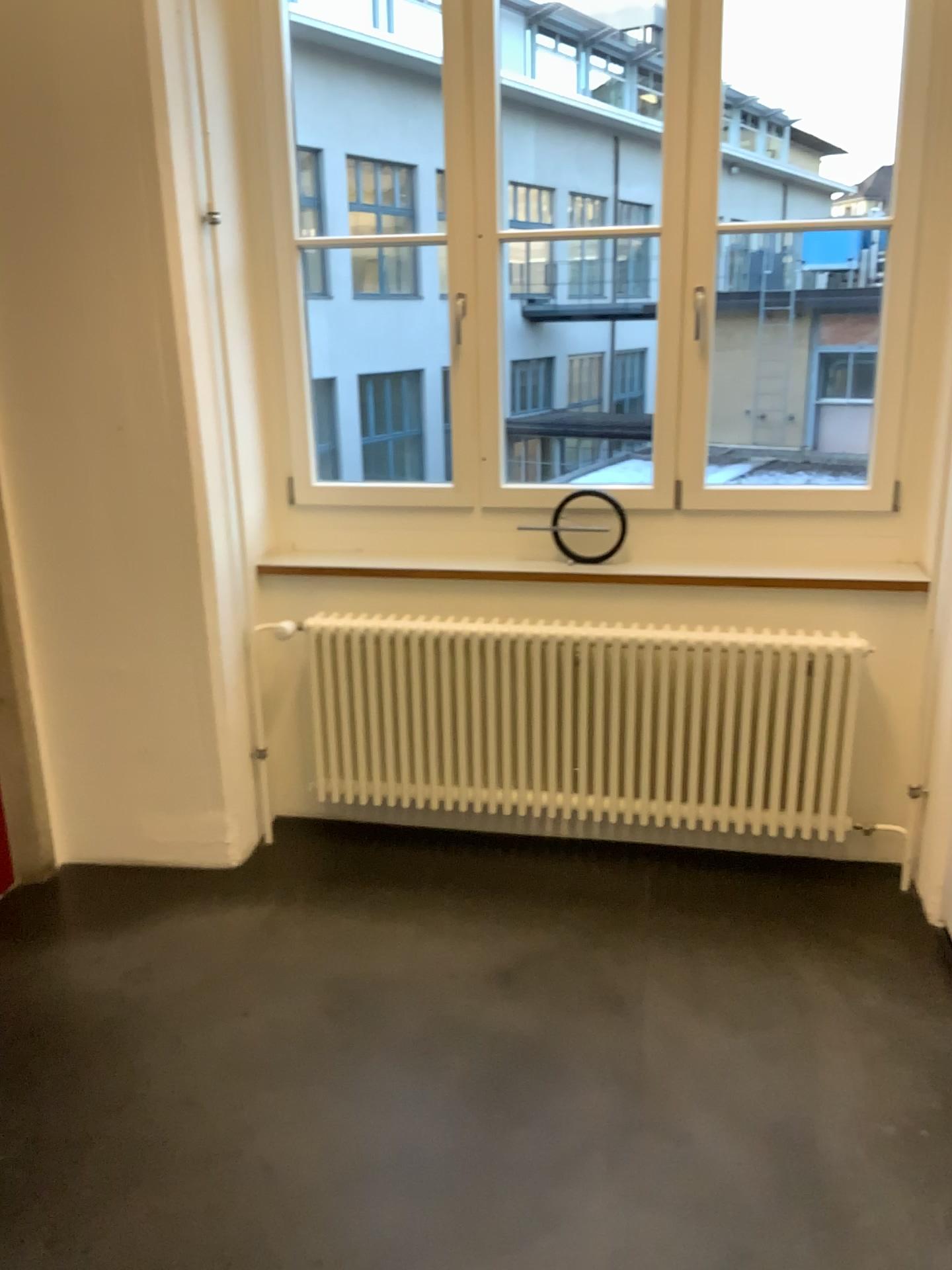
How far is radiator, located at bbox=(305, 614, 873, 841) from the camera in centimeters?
303cm

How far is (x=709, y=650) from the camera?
3.0m

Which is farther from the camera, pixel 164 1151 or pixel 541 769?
pixel 541 769
